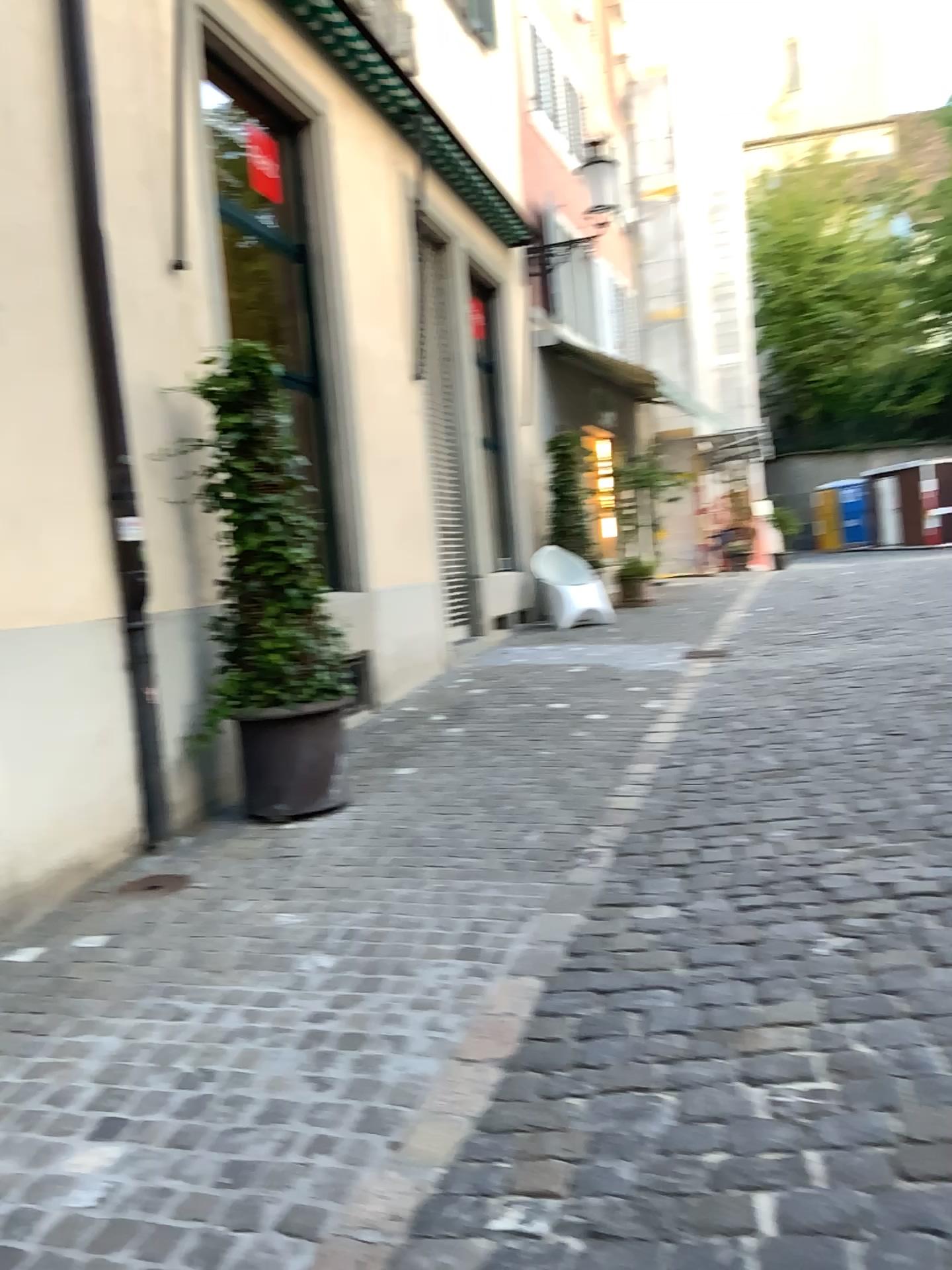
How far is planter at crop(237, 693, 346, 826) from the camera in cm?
472

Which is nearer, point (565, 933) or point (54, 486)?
point (565, 933)

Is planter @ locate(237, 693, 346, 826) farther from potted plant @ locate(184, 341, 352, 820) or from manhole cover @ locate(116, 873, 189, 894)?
manhole cover @ locate(116, 873, 189, 894)

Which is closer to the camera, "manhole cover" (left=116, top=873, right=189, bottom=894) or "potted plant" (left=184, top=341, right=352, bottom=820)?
"manhole cover" (left=116, top=873, right=189, bottom=894)

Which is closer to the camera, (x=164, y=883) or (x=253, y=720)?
(x=164, y=883)

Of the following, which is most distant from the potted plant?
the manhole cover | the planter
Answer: the manhole cover

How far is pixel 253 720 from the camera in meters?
4.7 m

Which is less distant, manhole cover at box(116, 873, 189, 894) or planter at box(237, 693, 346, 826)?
manhole cover at box(116, 873, 189, 894)

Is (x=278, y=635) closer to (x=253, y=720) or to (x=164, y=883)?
(x=253, y=720)
